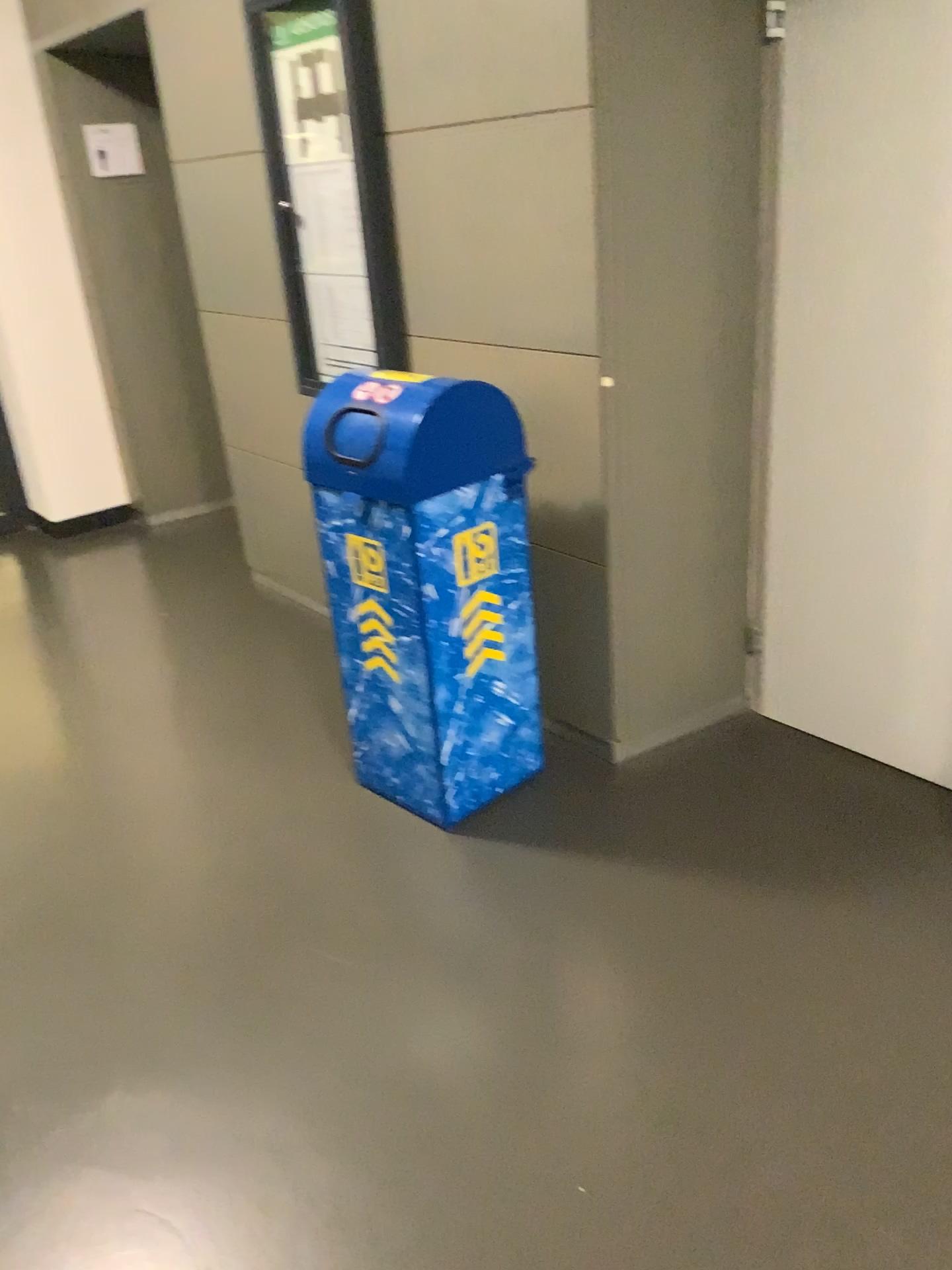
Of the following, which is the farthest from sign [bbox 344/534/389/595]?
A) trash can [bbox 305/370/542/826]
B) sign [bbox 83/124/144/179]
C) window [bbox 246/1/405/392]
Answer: sign [bbox 83/124/144/179]

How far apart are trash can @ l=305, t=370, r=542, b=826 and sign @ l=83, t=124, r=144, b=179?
2.6m

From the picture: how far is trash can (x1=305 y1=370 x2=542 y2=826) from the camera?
2.32m

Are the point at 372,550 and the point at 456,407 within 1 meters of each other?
yes

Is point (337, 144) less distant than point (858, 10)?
No

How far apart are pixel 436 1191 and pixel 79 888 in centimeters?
125cm

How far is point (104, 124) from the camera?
4.52m

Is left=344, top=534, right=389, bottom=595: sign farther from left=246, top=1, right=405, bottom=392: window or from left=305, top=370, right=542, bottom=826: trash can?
left=246, top=1, right=405, bottom=392: window

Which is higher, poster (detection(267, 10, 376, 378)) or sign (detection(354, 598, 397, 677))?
poster (detection(267, 10, 376, 378))

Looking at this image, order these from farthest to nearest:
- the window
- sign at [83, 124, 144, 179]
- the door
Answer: sign at [83, 124, 144, 179] → the window → the door
